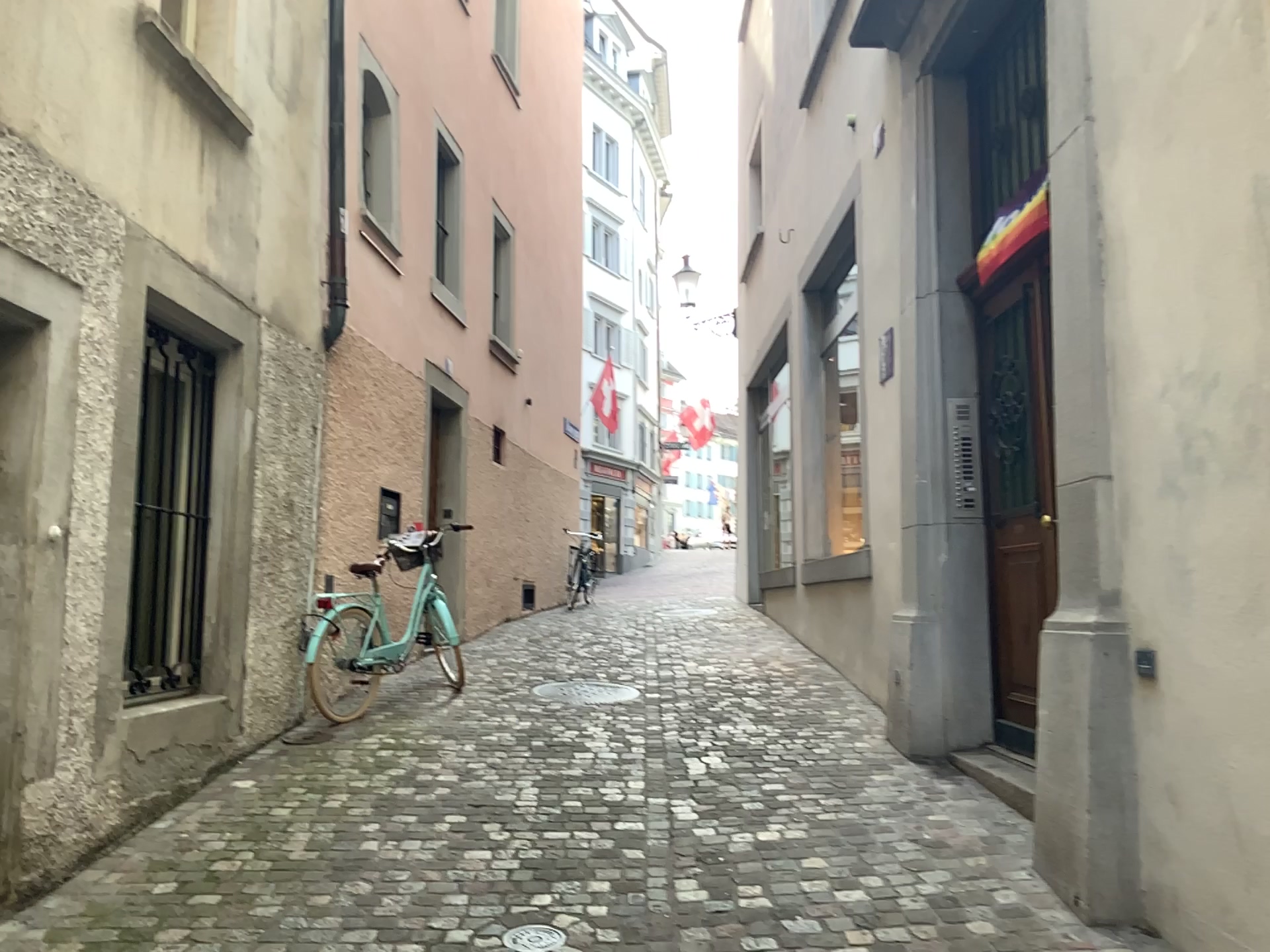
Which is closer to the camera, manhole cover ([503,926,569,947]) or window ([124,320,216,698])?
manhole cover ([503,926,569,947])

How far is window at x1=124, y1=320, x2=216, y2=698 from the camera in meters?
4.3 m

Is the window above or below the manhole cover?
above

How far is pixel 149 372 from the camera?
4.3 meters

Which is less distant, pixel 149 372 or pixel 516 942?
pixel 516 942

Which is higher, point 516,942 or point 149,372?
point 149,372

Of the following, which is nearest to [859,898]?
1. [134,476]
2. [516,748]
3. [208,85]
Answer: [516,748]
